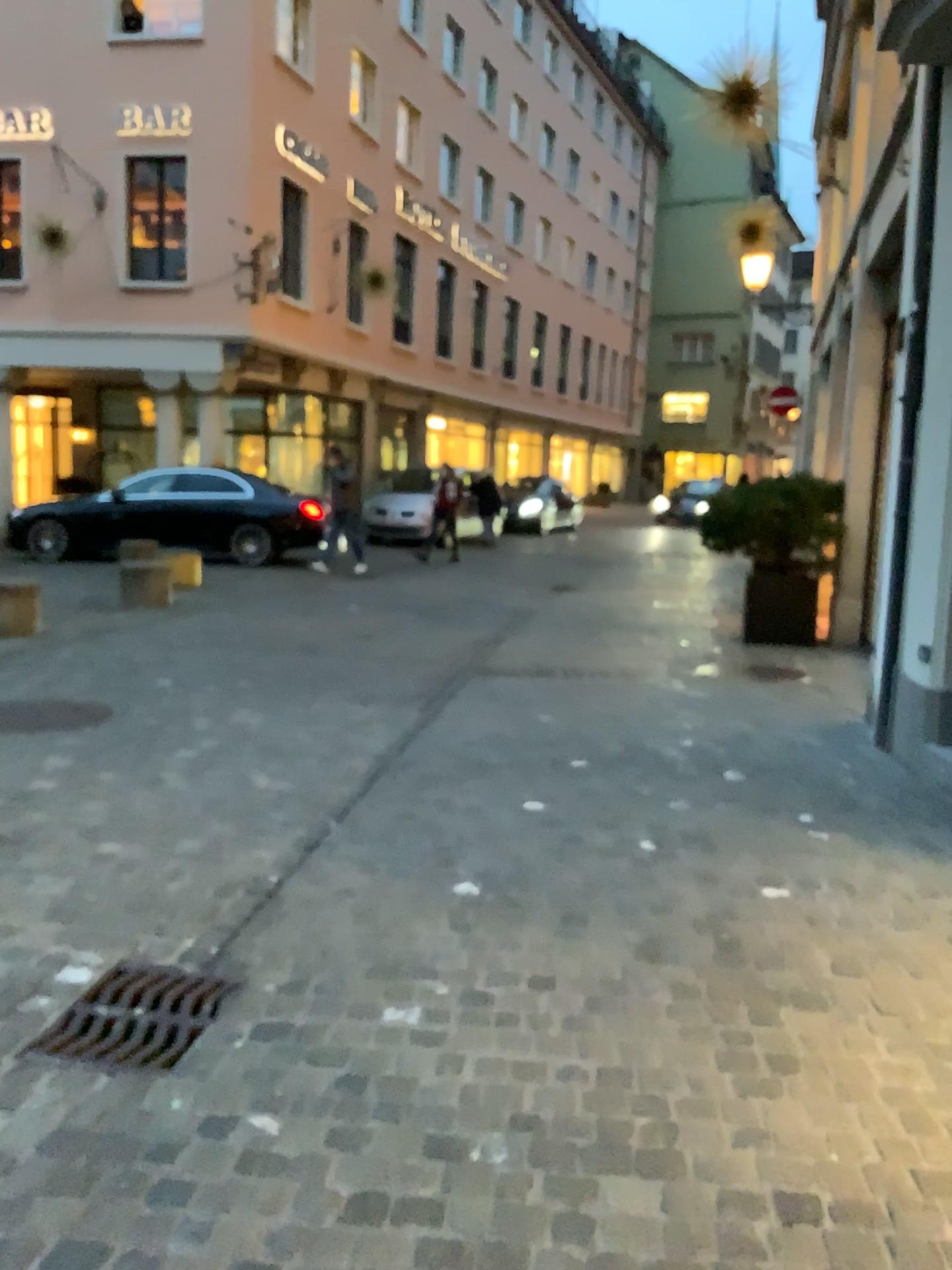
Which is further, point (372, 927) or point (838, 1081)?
point (372, 927)

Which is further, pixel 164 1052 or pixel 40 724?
pixel 40 724

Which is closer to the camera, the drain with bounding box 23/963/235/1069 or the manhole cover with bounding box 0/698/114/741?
Answer: the drain with bounding box 23/963/235/1069
